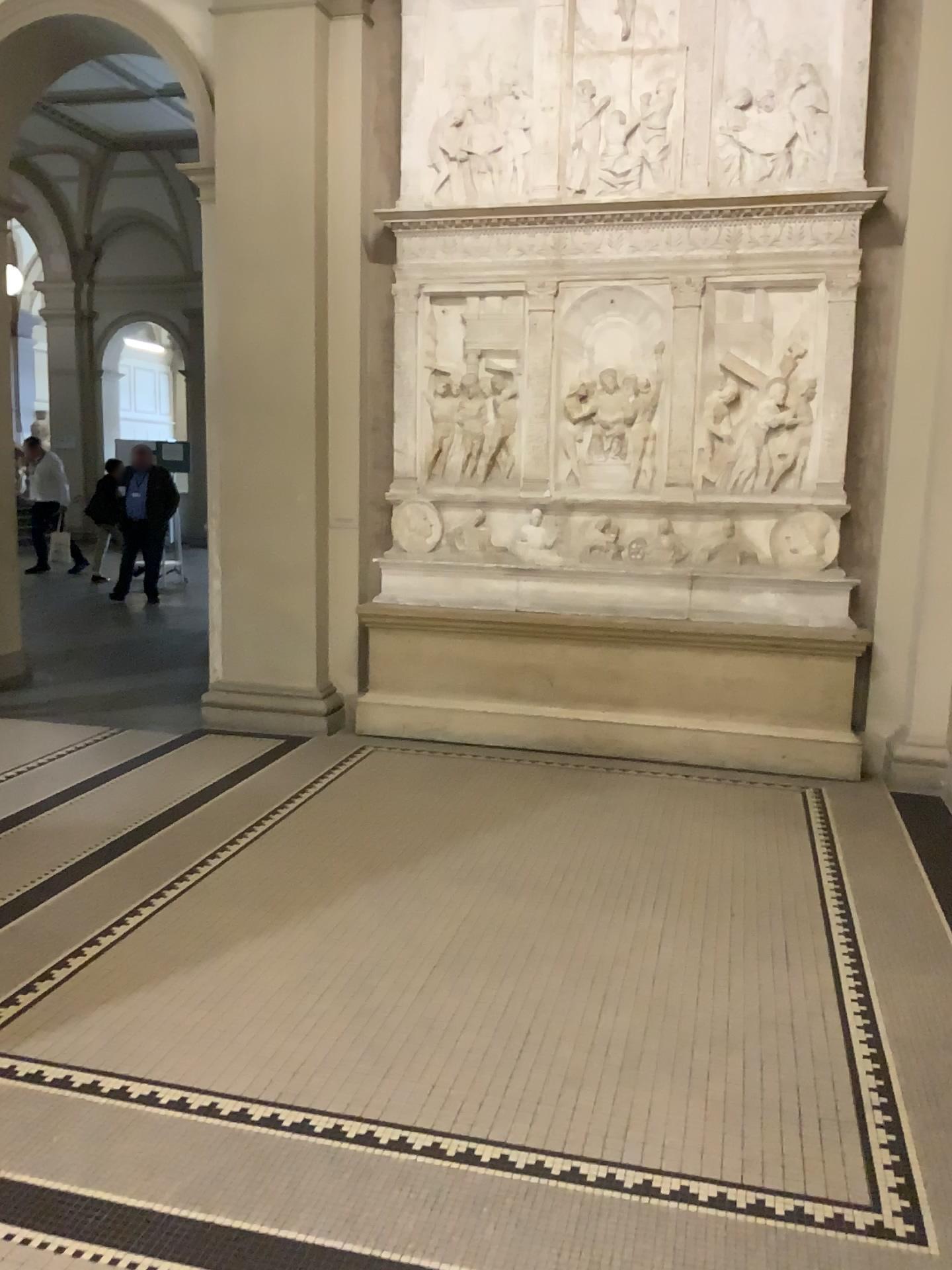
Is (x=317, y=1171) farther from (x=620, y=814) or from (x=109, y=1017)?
(x=620, y=814)
